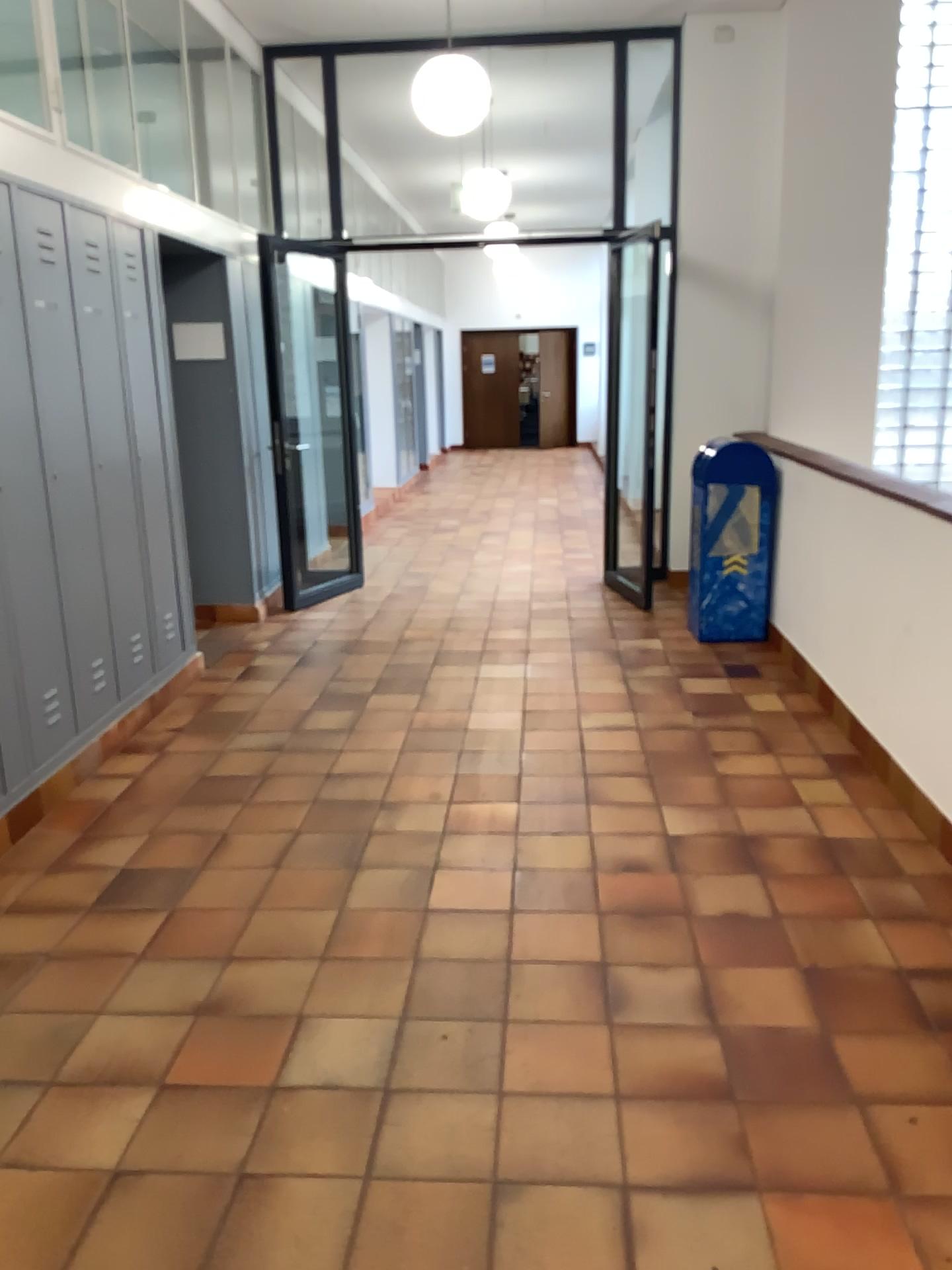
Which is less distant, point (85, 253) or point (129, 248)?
point (85, 253)

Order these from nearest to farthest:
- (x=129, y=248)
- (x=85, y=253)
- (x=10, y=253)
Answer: (x=10, y=253)
(x=85, y=253)
(x=129, y=248)

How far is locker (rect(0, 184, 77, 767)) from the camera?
3.6 meters

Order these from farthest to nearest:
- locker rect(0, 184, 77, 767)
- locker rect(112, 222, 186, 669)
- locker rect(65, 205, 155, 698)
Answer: locker rect(112, 222, 186, 669) < locker rect(65, 205, 155, 698) < locker rect(0, 184, 77, 767)

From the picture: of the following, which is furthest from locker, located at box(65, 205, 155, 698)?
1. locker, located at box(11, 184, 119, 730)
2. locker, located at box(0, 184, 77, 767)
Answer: locker, located at box(0, 184, 77, 767)

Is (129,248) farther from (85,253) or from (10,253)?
(10,253)

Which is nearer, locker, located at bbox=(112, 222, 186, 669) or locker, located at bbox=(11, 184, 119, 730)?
locker, located at bbox=(11, 184, 119, 730)

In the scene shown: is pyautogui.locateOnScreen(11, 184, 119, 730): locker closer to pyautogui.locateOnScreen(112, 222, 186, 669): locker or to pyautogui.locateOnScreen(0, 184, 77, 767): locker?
pyautogui.locateOnScreen(0, 184, 77, 767): locker

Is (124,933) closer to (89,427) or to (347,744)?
(347,744)

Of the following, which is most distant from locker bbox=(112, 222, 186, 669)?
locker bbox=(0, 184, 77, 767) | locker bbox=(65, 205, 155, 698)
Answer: locker bbox=(0, 184, 77, 767)
